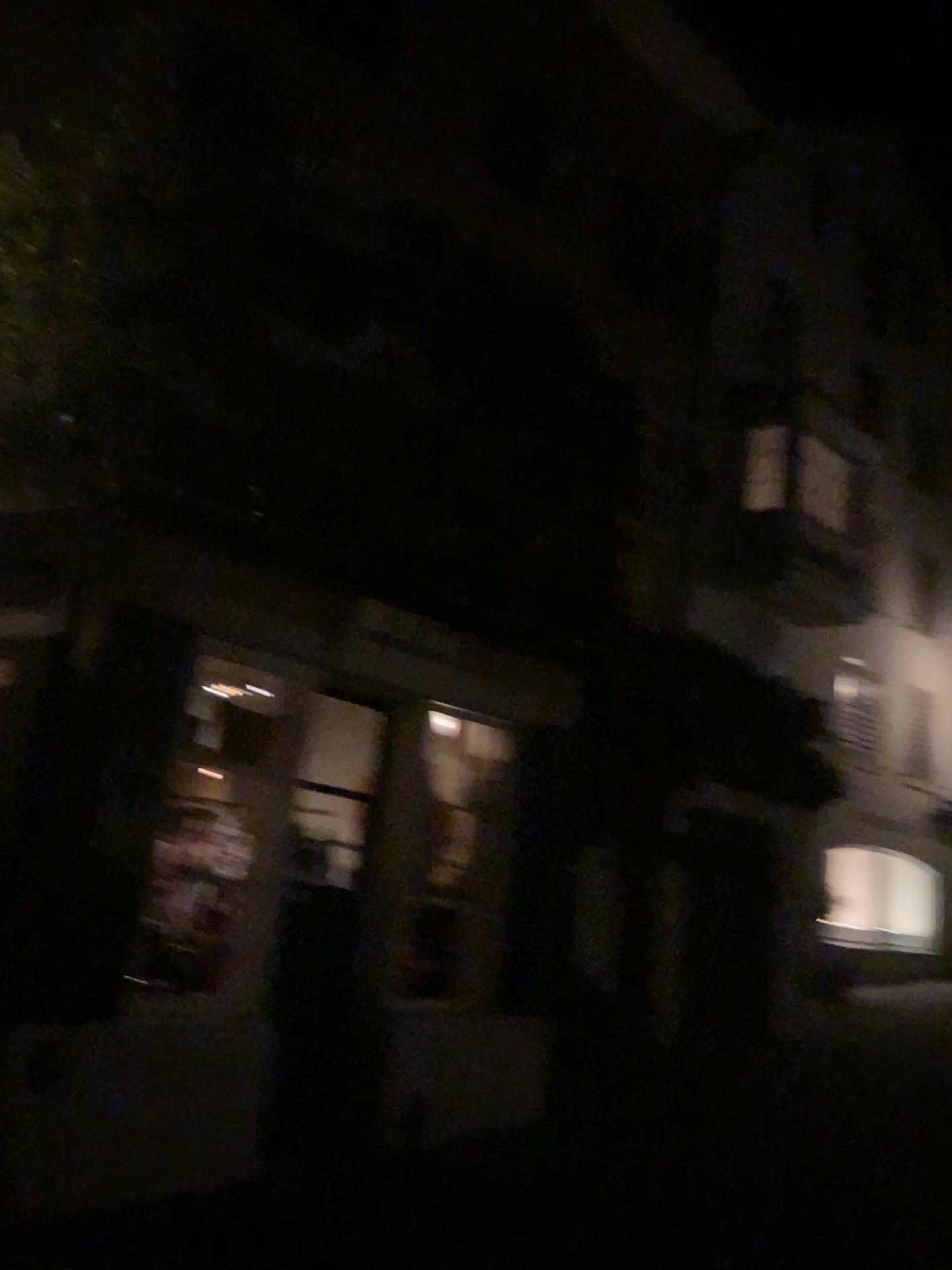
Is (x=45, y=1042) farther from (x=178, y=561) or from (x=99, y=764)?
(x=178, y=561)
